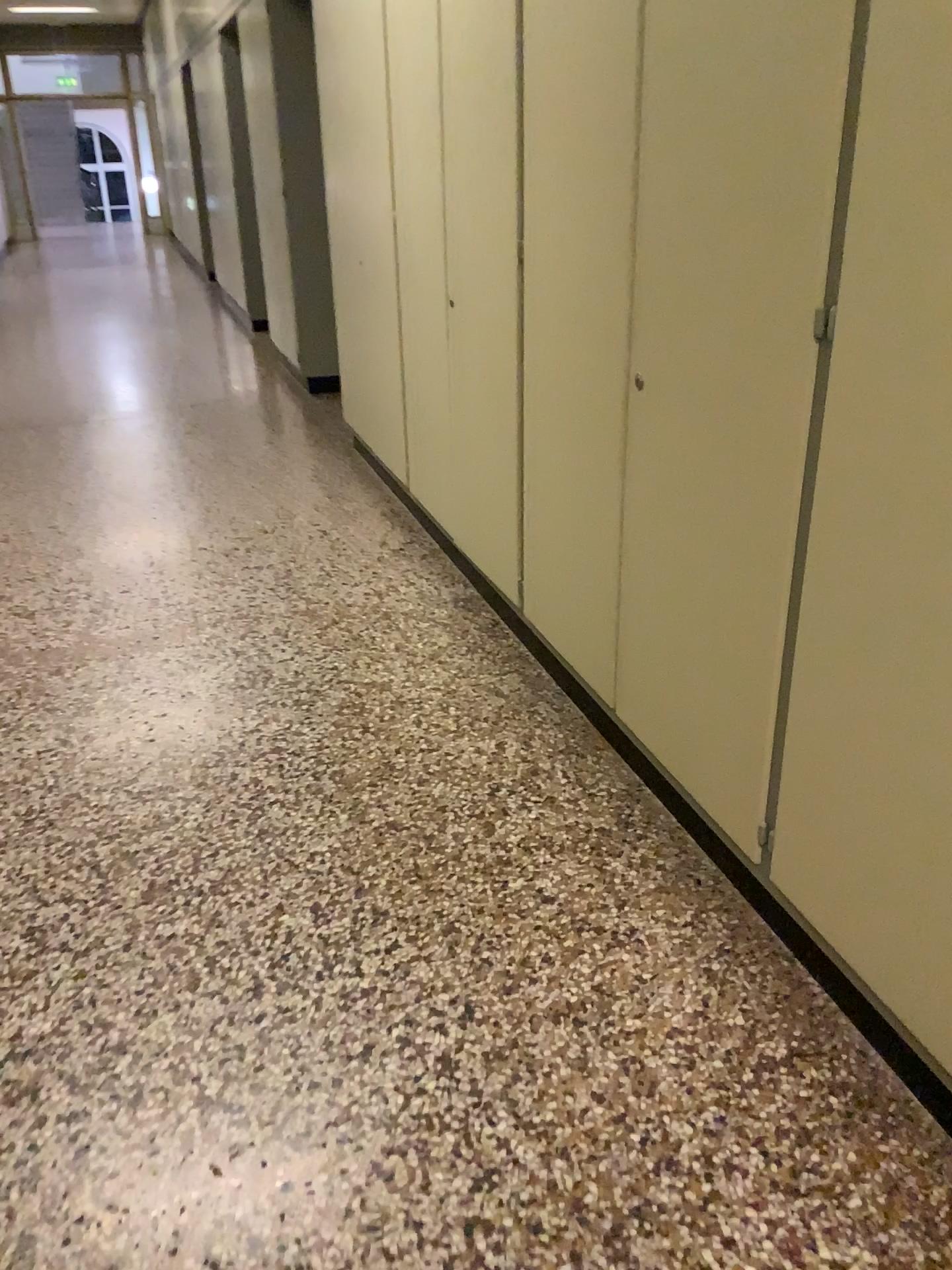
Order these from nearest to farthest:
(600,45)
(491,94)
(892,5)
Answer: (892,5) < (600,45) < (491,94)

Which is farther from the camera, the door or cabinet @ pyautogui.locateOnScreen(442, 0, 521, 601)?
cabinet @ pyautogui.locateOnScreen(442, 0, 521, 601)

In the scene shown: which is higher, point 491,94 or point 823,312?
point 491,94

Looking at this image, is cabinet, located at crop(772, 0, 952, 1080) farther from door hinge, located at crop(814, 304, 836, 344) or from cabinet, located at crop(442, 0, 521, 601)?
cabinet, located at crop(442, 0, 521, 601)

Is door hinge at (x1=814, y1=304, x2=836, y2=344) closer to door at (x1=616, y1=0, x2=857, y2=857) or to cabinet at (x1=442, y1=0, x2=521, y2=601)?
door at (x1=616, y1=0, x2=857, y2=857)

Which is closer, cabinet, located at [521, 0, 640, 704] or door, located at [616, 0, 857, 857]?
door, located at [616, 0, 857, 857]

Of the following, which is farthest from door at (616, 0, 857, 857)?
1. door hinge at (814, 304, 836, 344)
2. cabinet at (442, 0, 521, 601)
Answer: cabinet at (442, 0, 521, 601)

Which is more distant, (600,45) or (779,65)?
(600,45)

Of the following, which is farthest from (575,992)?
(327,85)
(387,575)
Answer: (327,85)

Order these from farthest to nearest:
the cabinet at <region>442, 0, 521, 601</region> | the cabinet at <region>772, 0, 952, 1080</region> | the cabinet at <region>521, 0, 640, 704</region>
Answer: the cabinet at <region>442, 0, 521, 601</region> → the cabinet at <region>521, 0, 640, 704</region> → the cabinet at <region>772, 0, 952, 1080</region>
